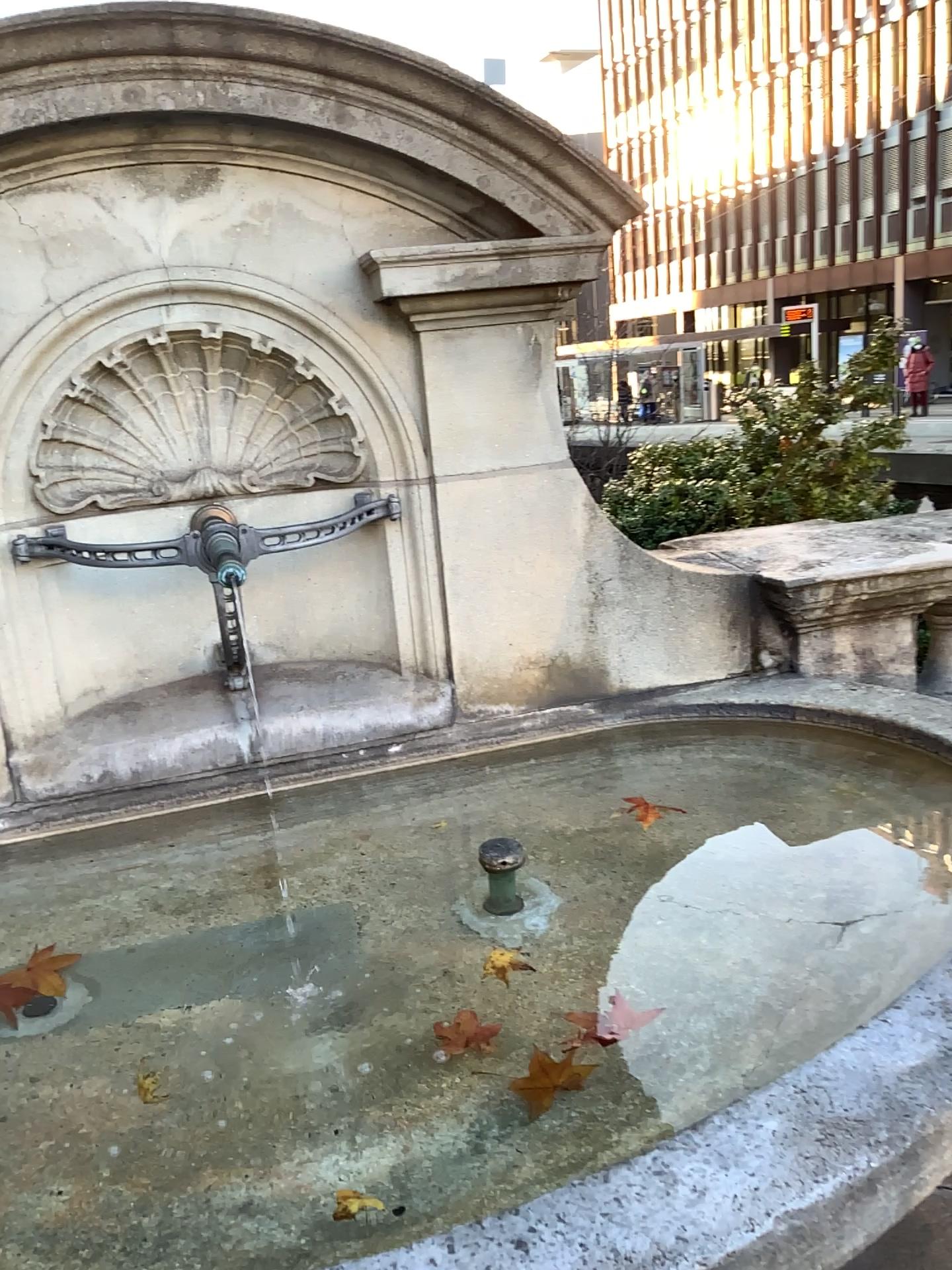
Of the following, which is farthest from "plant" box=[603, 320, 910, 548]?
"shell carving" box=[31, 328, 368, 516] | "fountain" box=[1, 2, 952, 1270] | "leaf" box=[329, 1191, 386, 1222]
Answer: "leaf" box=[329, 1191, 386, 1222]

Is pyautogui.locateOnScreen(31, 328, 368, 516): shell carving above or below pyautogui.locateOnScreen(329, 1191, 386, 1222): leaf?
above

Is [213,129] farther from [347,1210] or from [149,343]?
[347,1210]

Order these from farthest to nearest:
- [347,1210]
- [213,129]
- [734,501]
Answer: [734,501]
[213,129]
[347,1210]

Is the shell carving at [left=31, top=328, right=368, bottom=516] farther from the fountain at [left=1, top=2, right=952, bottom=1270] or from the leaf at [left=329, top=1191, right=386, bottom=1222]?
the leaf at [left=329, top=1191, right=386, bottom=1222]

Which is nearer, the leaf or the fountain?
the leaf

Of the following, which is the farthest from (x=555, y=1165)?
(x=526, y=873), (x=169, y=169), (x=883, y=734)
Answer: (x=169, y=169)

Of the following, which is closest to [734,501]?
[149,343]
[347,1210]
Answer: [149,343]

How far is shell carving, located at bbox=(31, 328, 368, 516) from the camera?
2.1 meters

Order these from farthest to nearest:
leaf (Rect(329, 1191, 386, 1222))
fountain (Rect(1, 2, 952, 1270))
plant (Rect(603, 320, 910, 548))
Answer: plant (Rect(603, 320, 910, 548)) < fountain (Rect(1, 2, 952, 1270)) < leaf (Rect(329, 1191, 386, 1222))
